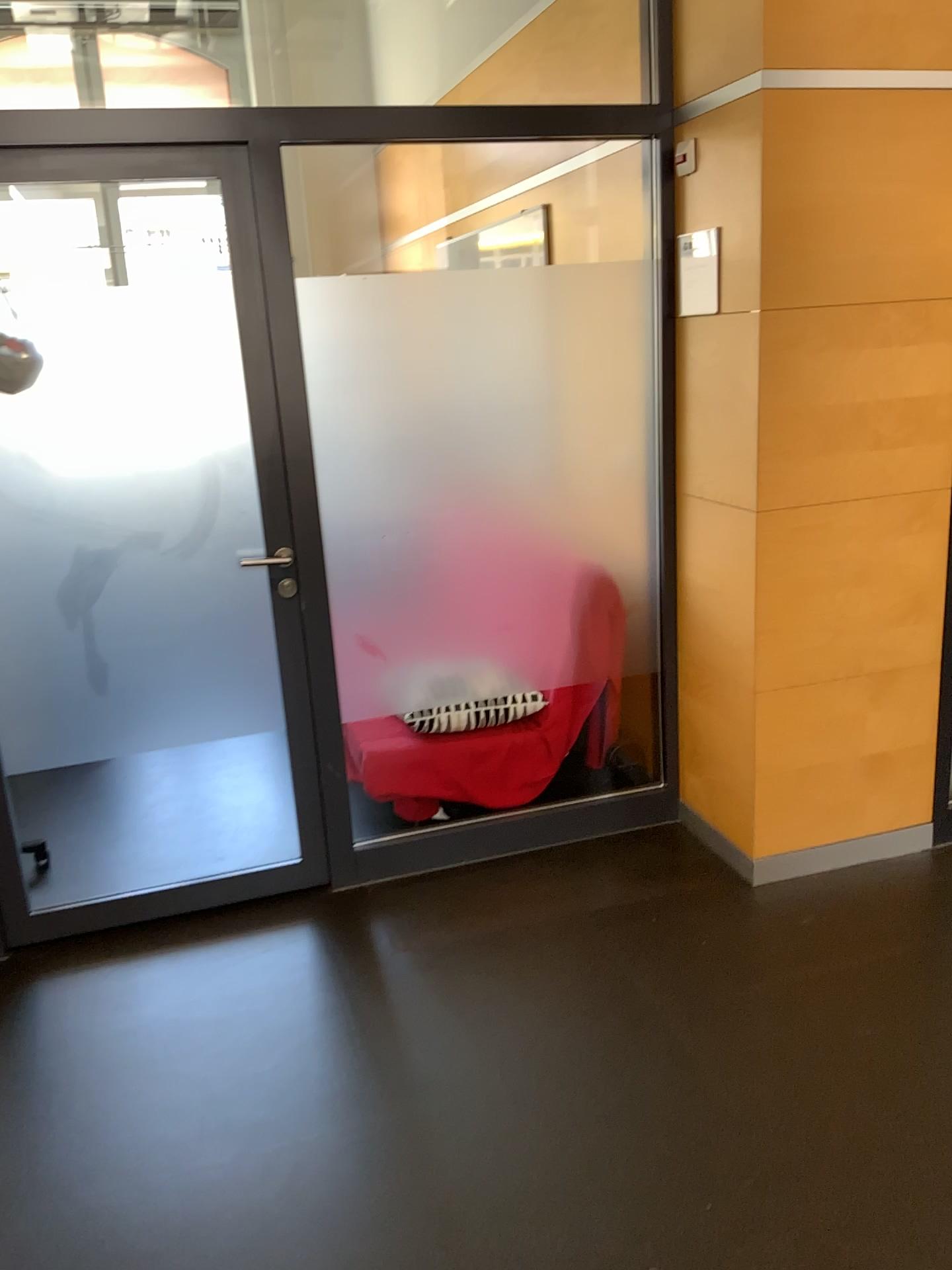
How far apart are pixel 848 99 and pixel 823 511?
1.0 meters

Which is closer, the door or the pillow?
the door

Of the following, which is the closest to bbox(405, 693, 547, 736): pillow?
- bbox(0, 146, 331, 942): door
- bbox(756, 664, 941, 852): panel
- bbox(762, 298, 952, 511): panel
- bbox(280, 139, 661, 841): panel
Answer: bbox(280, 139, 661, 841): panel

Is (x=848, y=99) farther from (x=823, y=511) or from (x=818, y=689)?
(x=818, y=689)

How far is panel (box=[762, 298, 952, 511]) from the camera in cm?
267

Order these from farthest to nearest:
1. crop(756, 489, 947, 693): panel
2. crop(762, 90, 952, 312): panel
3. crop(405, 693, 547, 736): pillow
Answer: crop(405, 693, 547, 736): pillow
crop(756, 489, 947, 693): panel
crop(762, 90, 952, 312): panel

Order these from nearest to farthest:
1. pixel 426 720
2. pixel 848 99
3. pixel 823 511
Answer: pixel 848 99
pixel 823 511
pixel 426 720

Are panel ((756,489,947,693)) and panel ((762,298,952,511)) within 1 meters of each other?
yes

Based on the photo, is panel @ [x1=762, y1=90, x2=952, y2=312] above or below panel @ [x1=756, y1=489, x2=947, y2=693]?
above

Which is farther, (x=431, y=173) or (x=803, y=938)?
(x=431, y=173)
